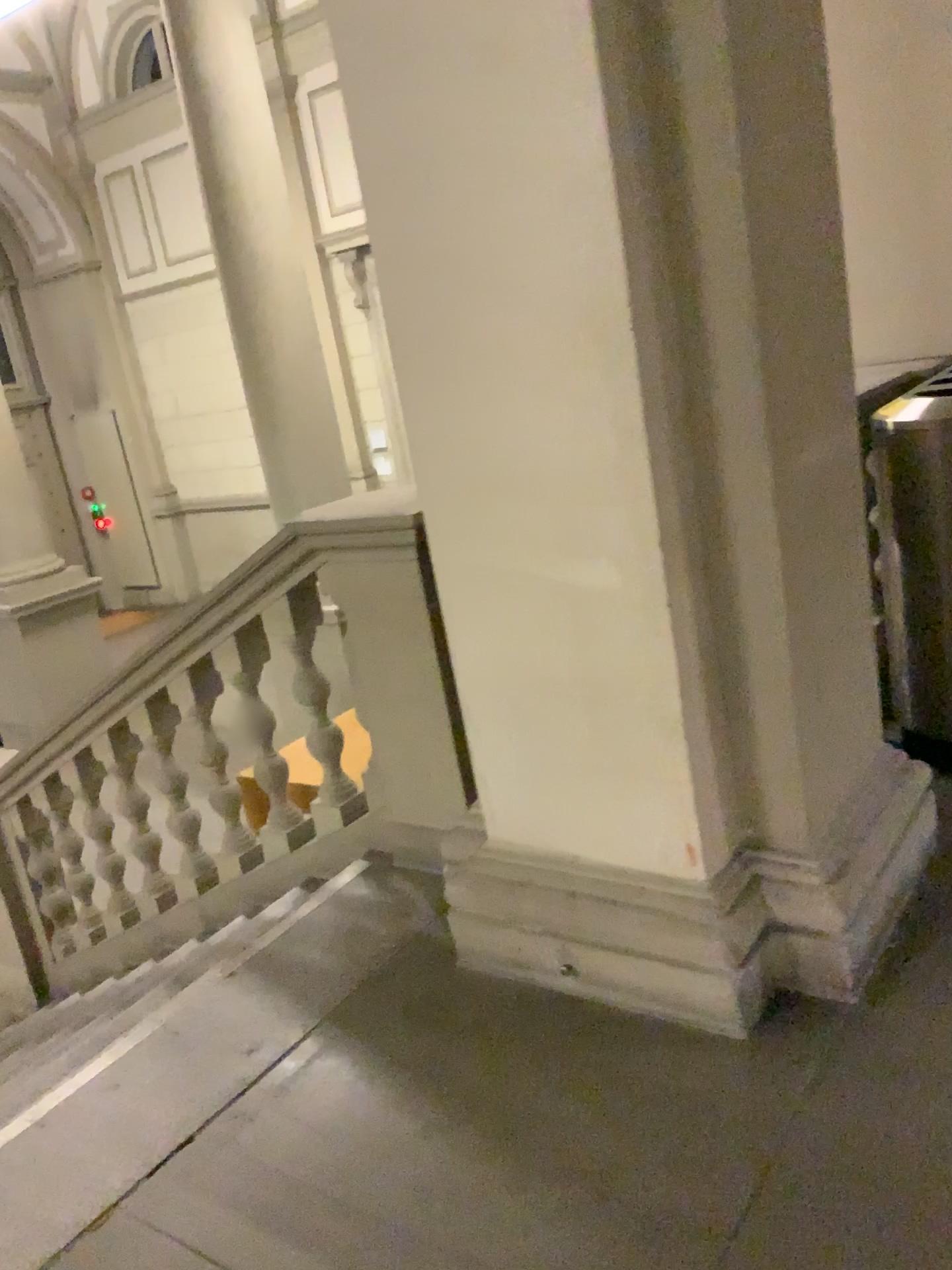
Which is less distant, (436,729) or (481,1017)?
(481,1017)
